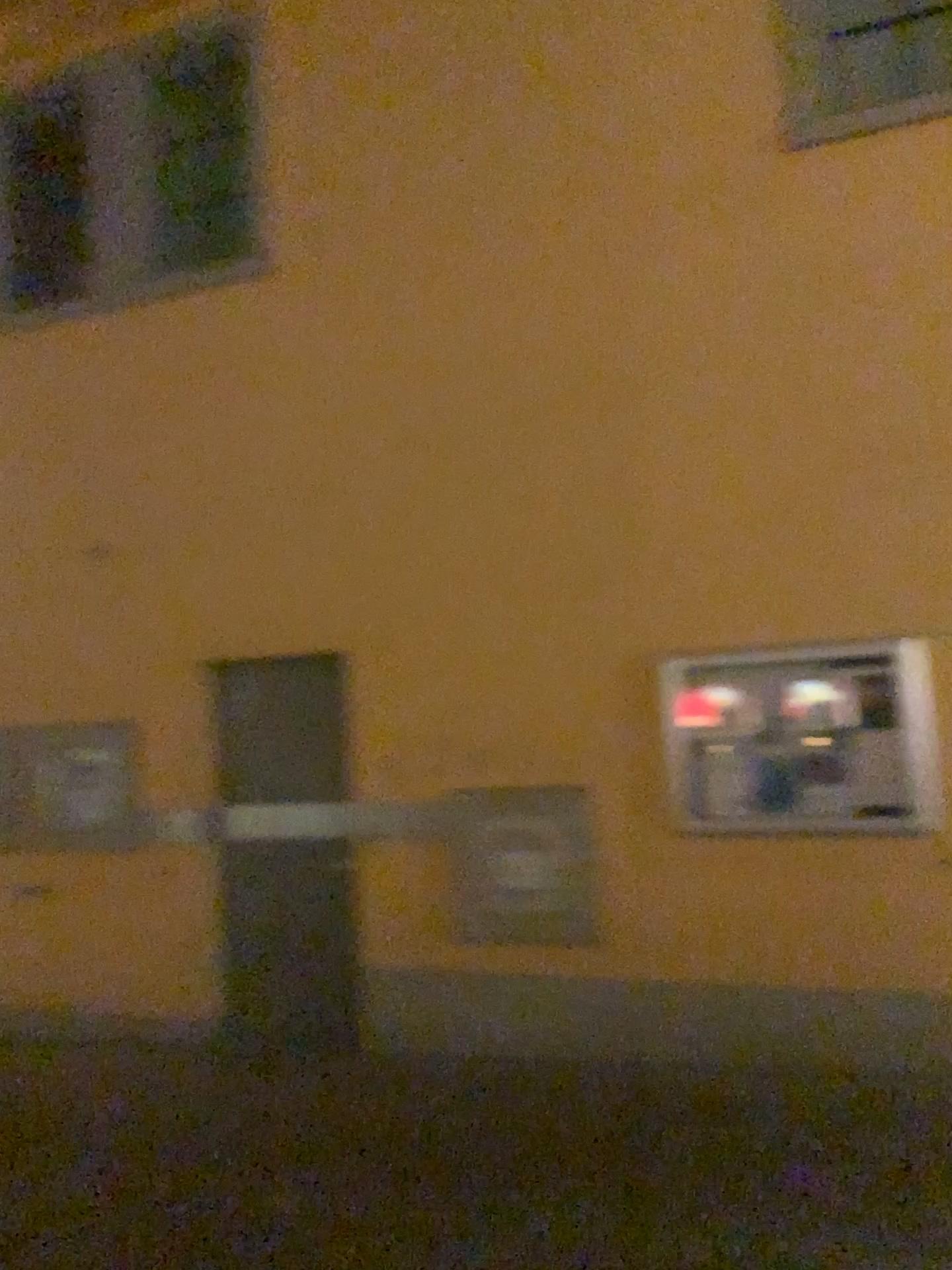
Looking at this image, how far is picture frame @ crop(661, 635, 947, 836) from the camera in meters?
4.6 m

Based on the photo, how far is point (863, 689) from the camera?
4.6 meters

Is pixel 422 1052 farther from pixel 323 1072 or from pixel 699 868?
pixel 699 868

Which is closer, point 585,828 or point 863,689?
point 863,689

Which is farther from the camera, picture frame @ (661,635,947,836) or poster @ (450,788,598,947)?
poster @ (450,788,598,947)

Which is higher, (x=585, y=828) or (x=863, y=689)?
(x=863, y=689)
